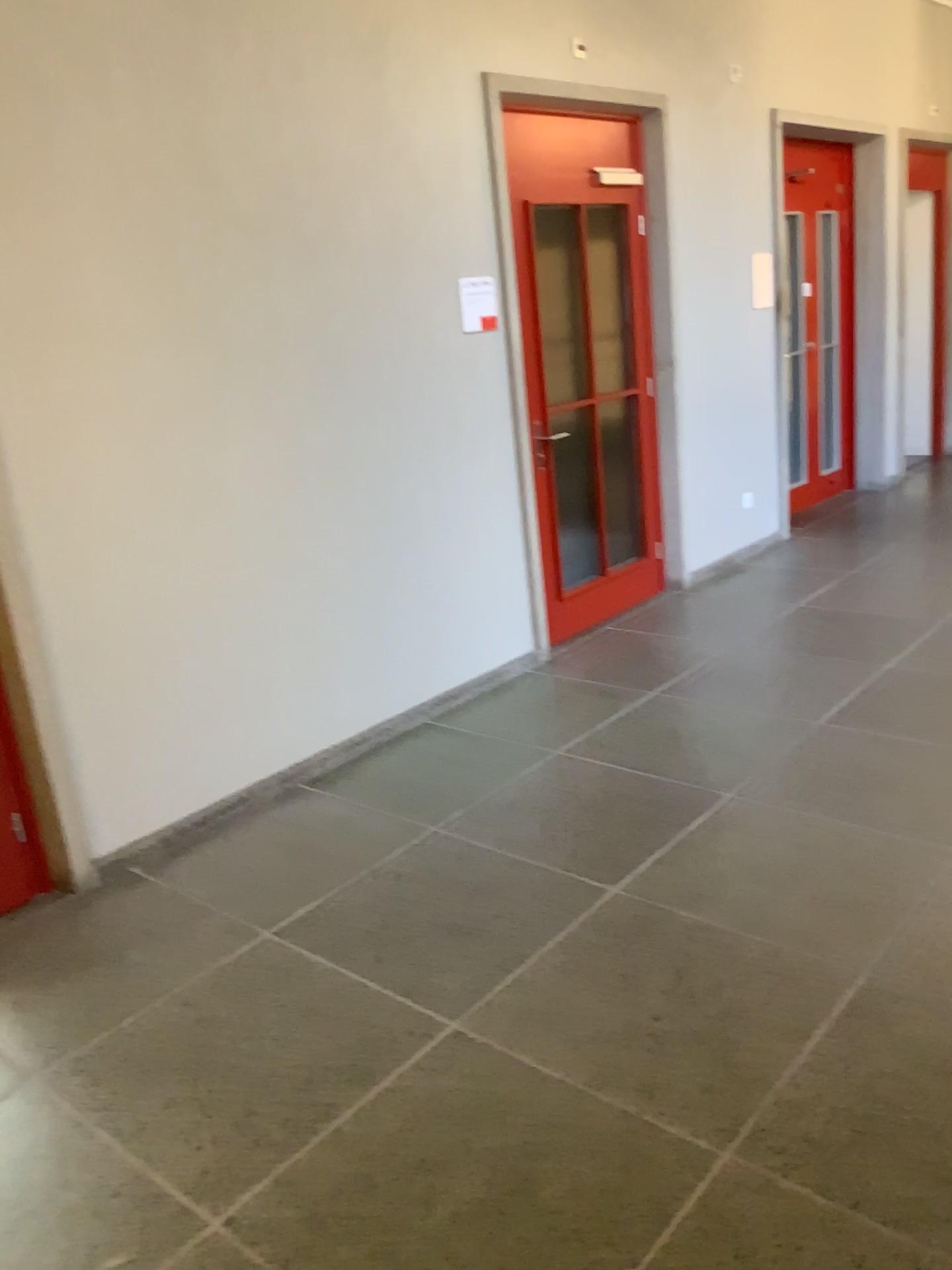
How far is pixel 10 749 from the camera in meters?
3.1

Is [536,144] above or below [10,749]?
above

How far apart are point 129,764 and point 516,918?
1.35m

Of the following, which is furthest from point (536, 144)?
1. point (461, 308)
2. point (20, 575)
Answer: point (20, 575)

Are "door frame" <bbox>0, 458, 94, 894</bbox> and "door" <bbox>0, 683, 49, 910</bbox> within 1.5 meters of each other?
yes

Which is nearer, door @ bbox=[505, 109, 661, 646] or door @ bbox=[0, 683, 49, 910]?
door @ bbox=[0, 683, 49, 910]

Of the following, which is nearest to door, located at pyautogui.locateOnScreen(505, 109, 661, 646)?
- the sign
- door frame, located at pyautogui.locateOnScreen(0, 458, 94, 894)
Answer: the sign

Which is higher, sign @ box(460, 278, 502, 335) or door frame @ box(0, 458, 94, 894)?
sign @ box(460, 278, 502, 335)

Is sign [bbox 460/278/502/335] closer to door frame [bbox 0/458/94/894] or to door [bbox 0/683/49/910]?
door frame [bbox 0/458/94/894]

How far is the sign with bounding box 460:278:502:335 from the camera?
4.28m
